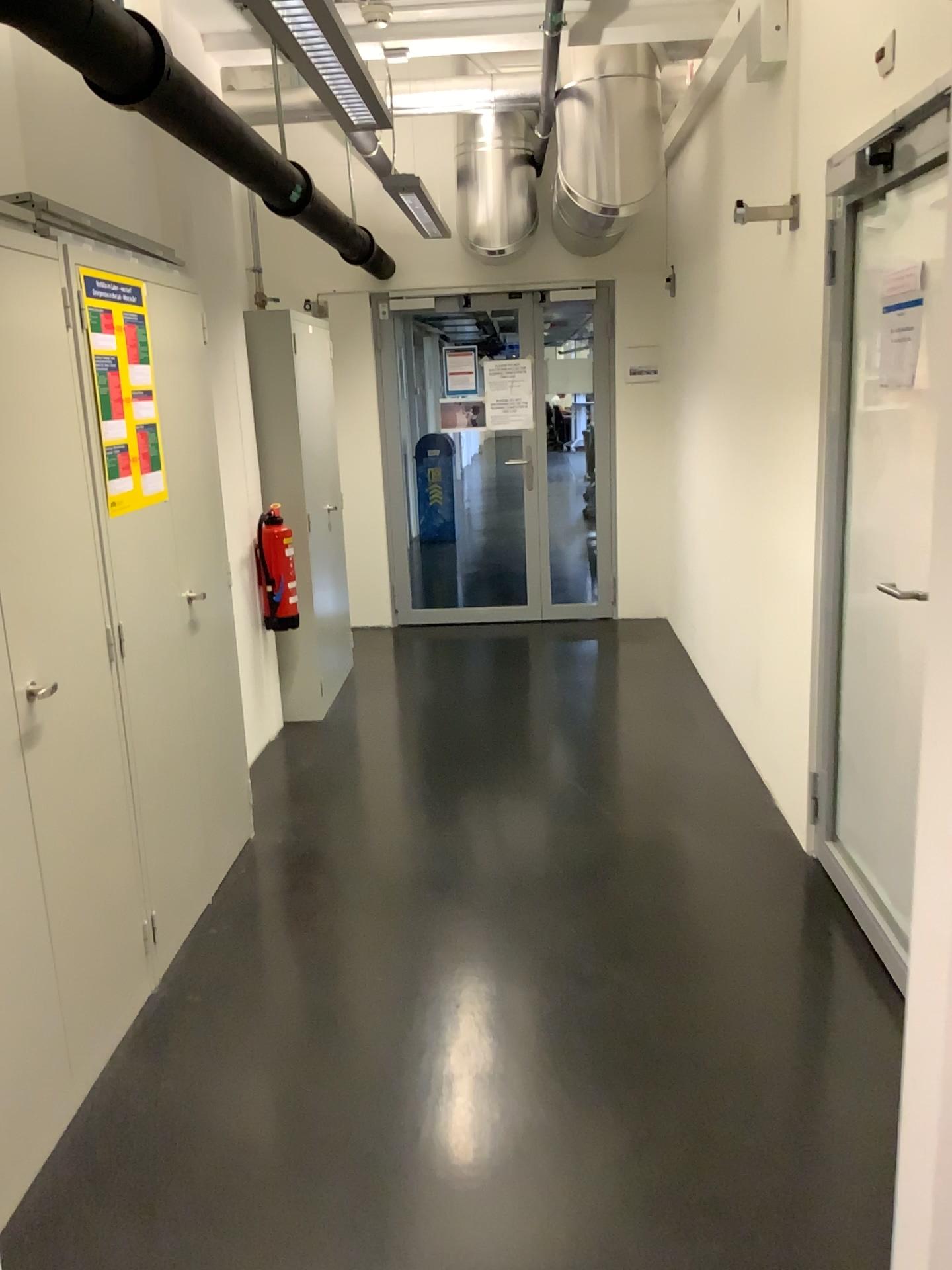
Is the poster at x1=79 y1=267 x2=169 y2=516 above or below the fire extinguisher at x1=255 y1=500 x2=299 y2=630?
above

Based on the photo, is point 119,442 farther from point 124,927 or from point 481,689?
point 481,689

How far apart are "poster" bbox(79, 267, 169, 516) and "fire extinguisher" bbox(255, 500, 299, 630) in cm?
152

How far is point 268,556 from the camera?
4.5 meters

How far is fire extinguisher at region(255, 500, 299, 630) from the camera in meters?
4.5 m

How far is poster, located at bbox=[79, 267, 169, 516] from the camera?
2.6m

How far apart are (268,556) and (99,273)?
2.0 meters

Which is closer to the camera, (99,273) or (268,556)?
(99,273)

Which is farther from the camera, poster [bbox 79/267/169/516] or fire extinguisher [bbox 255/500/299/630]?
fire extinguisher [bbox 255/500/299/630]
